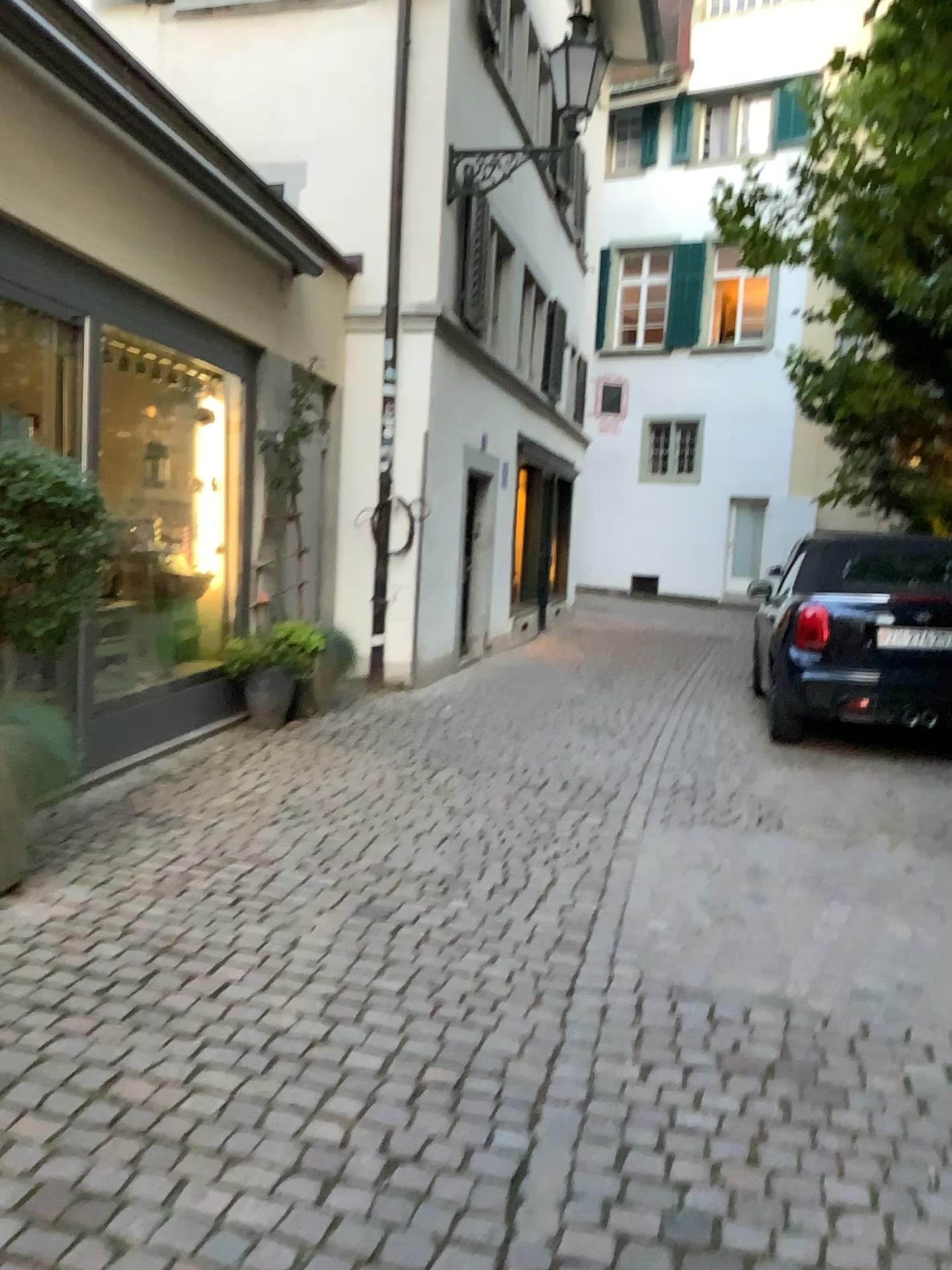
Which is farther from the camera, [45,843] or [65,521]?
[45,843]
